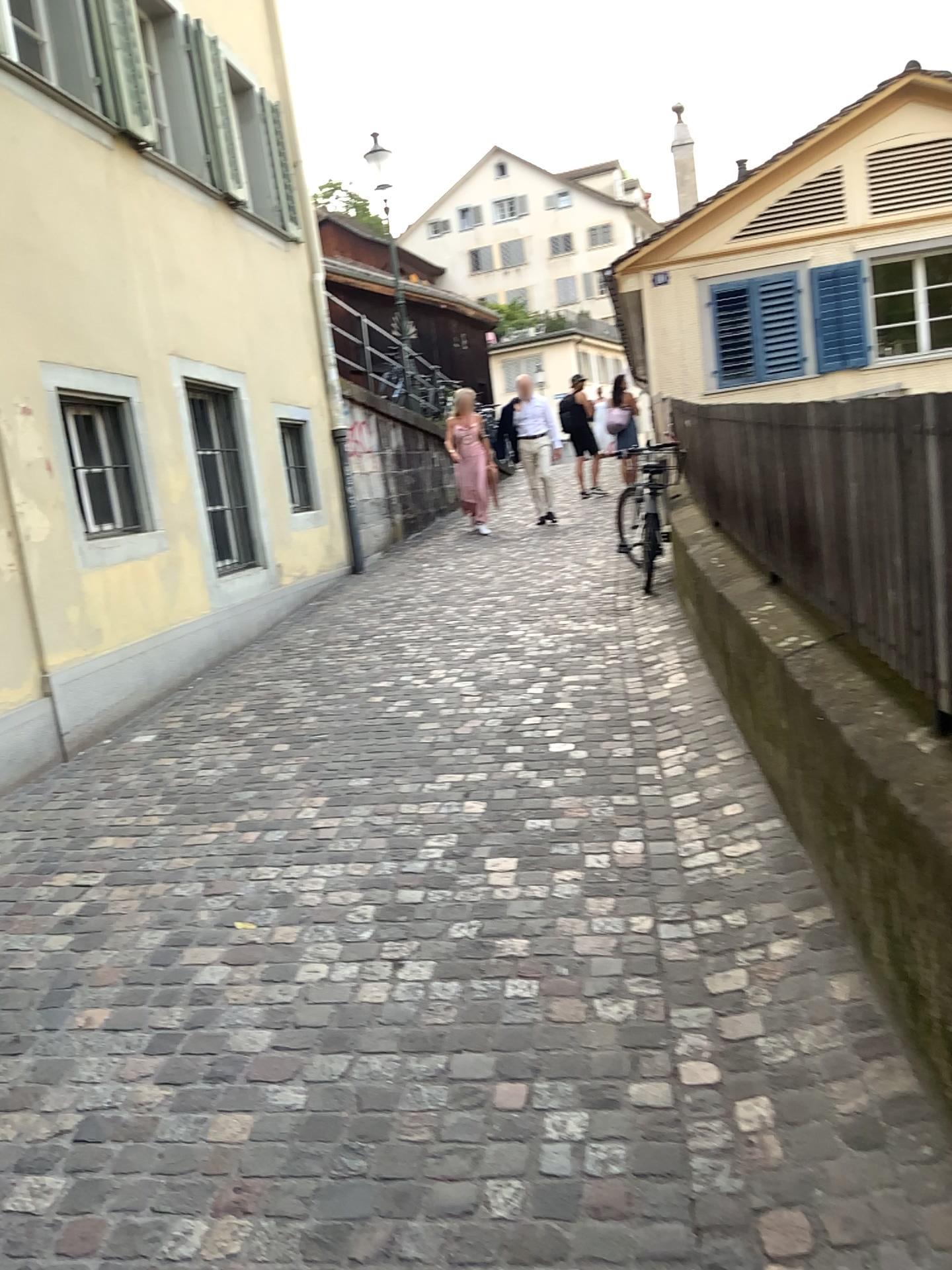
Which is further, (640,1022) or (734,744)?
(734,744)
